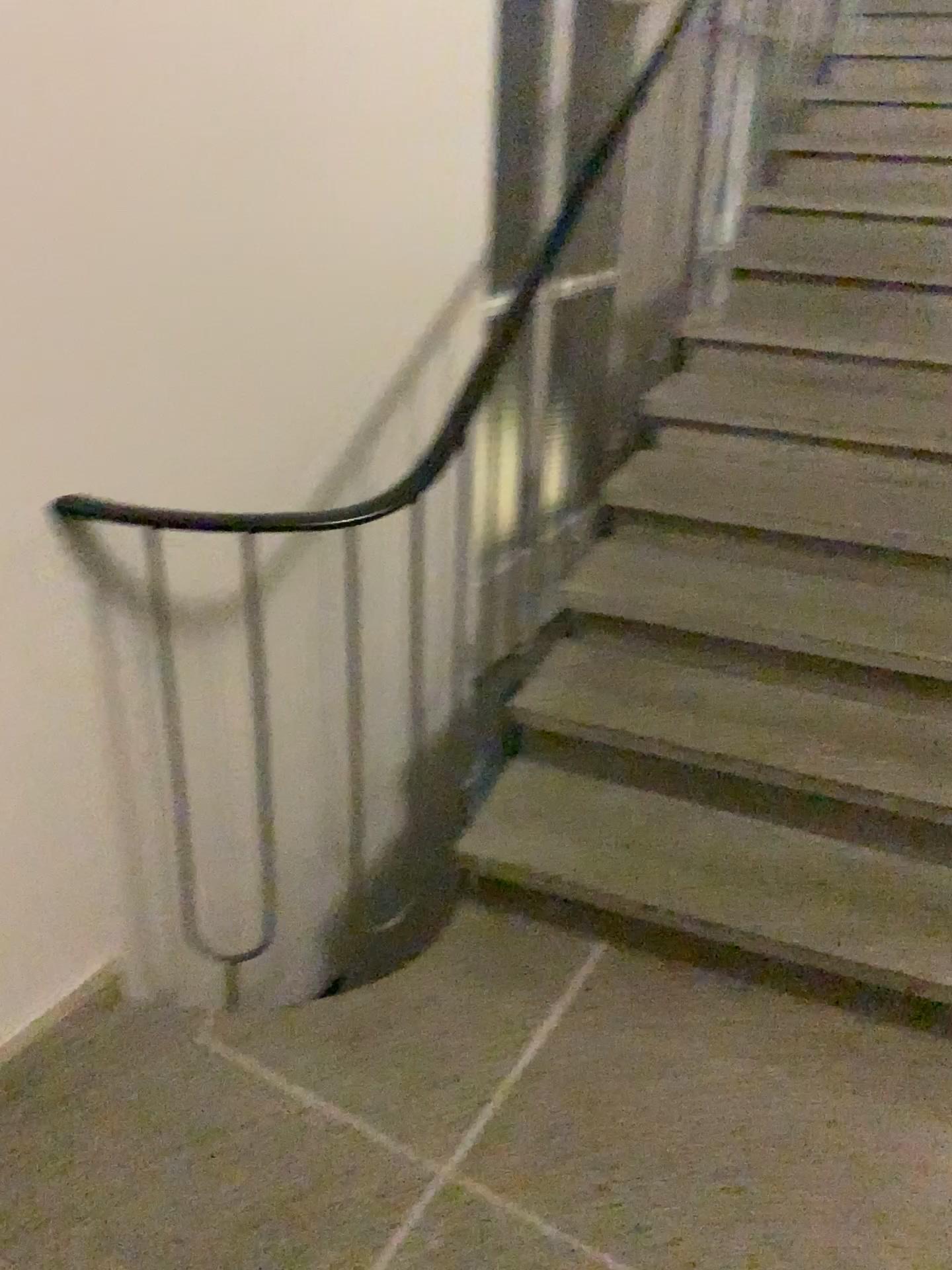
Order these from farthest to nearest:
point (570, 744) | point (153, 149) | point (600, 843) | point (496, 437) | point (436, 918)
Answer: point (436, 918)
point (496, 437)
point (570, 744)
point (600, 843)
point (153, 149)
